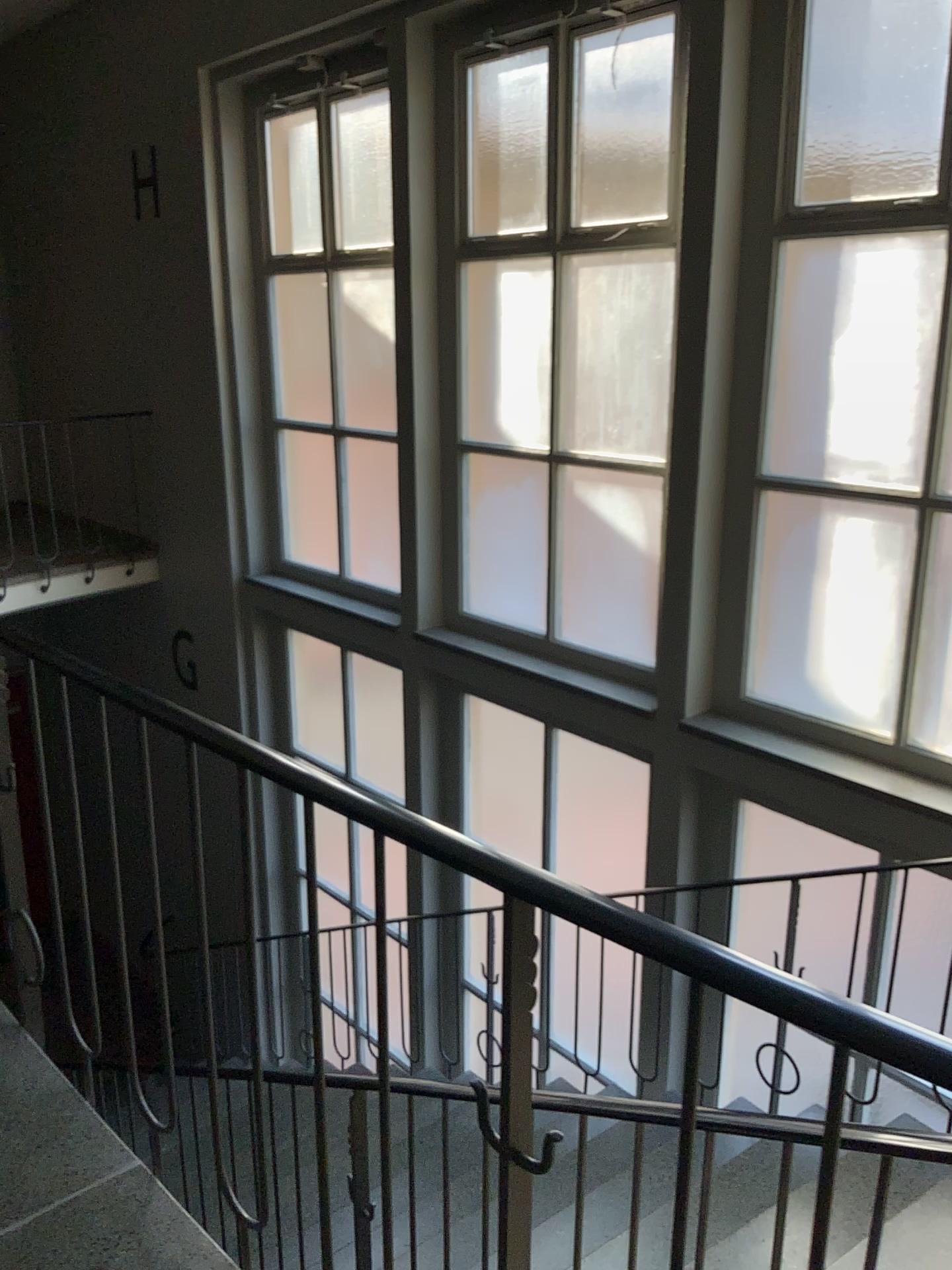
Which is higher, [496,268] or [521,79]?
[521,79]

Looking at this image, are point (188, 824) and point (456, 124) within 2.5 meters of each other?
no

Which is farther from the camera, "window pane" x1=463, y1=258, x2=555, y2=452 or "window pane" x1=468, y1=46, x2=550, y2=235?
"window pane" x1=463, y1=258, x2=555, y2=452

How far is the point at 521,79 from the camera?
4.3 meters

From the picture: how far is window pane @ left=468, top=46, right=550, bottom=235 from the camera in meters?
4.3

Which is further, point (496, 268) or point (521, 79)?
point (496, 268)
